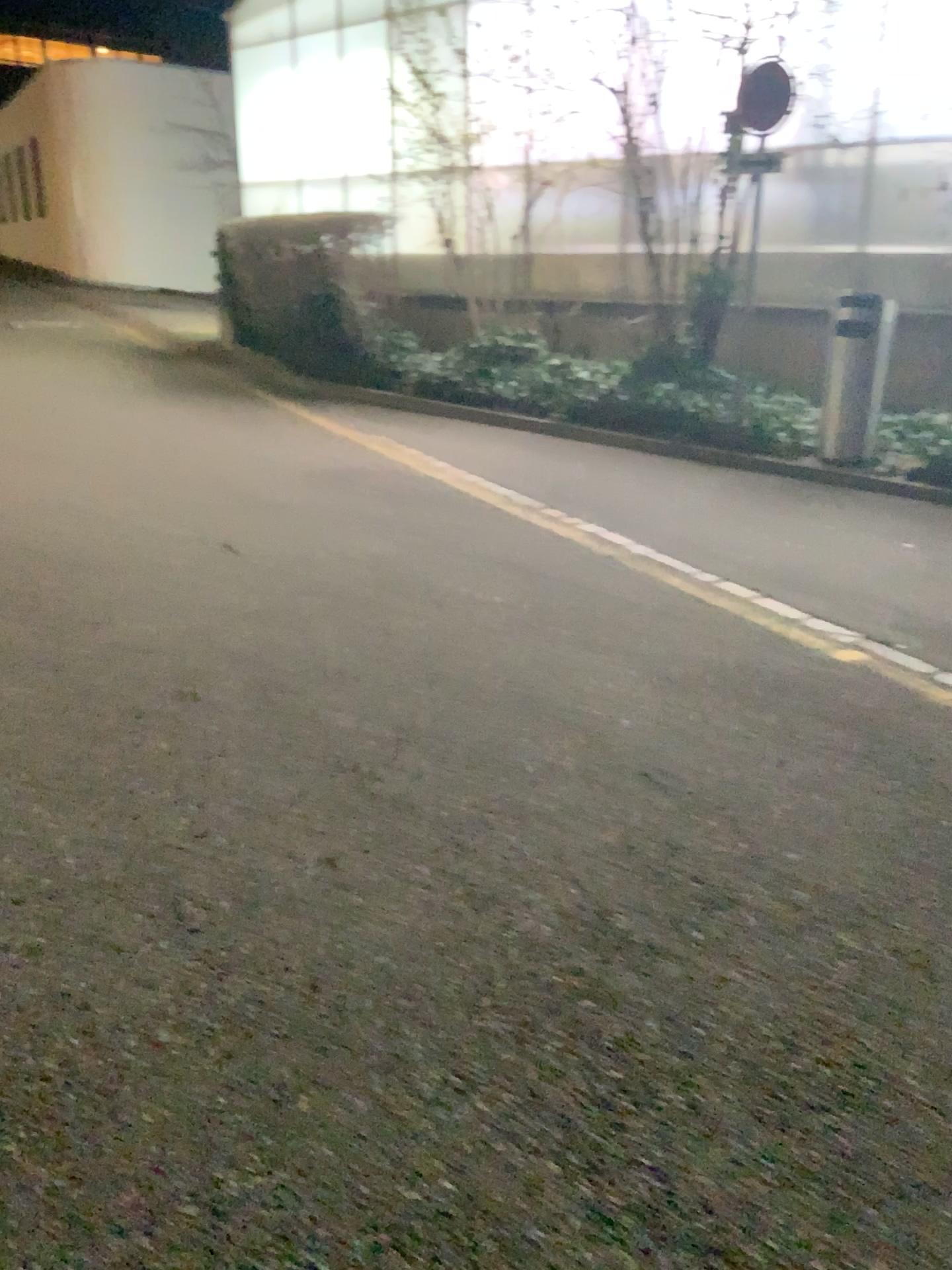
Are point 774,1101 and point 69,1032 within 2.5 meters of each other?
yes
